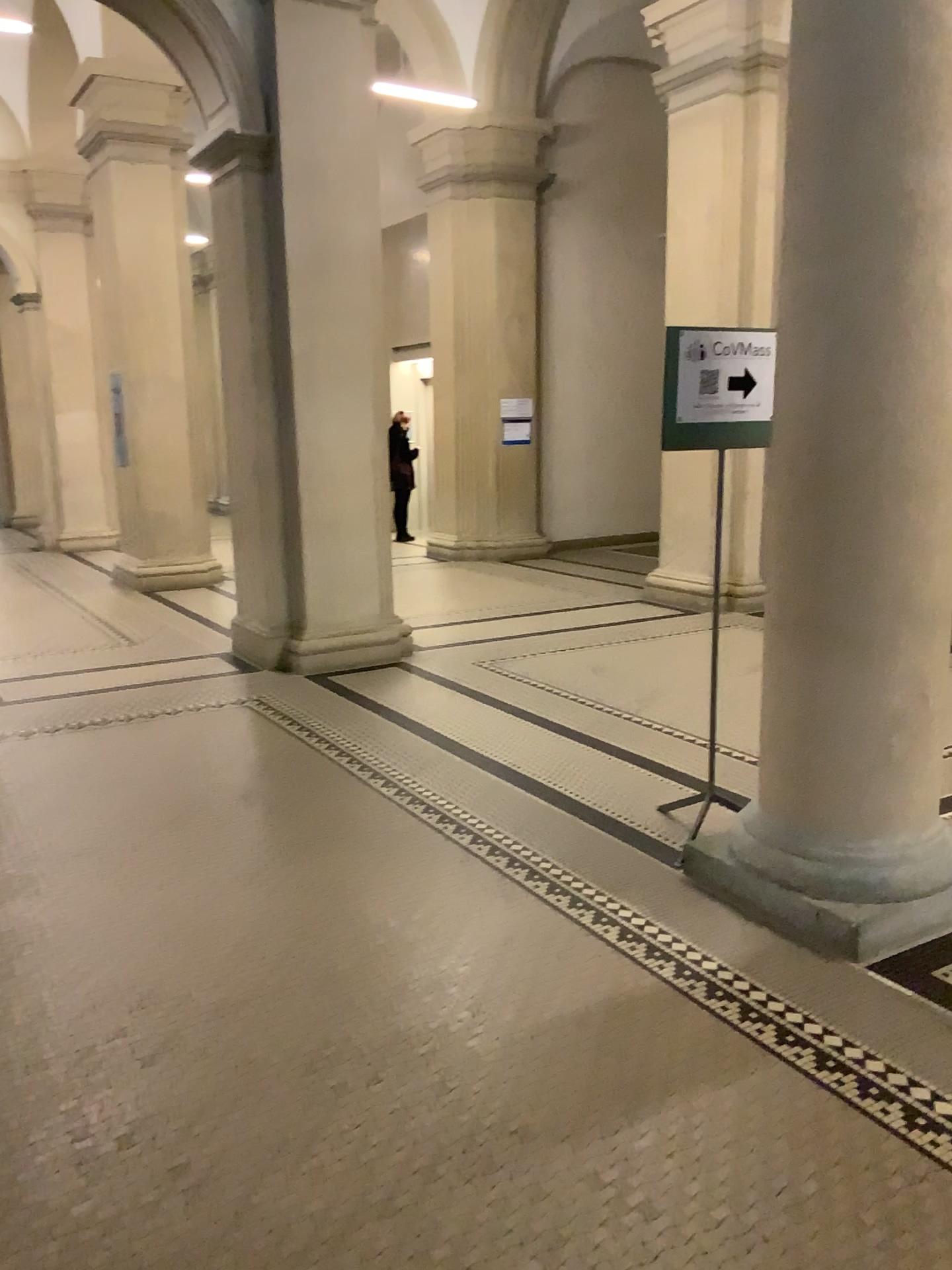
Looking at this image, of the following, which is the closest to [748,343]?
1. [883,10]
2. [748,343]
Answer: [748,343]

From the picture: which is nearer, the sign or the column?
the column

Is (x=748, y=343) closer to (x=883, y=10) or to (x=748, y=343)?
(x=748, y=343)

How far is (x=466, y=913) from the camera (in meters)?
3.31

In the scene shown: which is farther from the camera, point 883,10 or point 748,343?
point 748,343

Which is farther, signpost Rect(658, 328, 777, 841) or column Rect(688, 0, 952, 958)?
signpost Rect(658, 328, 777, 841)

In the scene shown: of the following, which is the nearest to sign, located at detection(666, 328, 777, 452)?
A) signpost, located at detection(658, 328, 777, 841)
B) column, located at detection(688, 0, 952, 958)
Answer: signpost, located at detection(658, 328, 777, 841)

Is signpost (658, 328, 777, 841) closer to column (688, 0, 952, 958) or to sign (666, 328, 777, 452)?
sign (666, 328, 777, 452)
